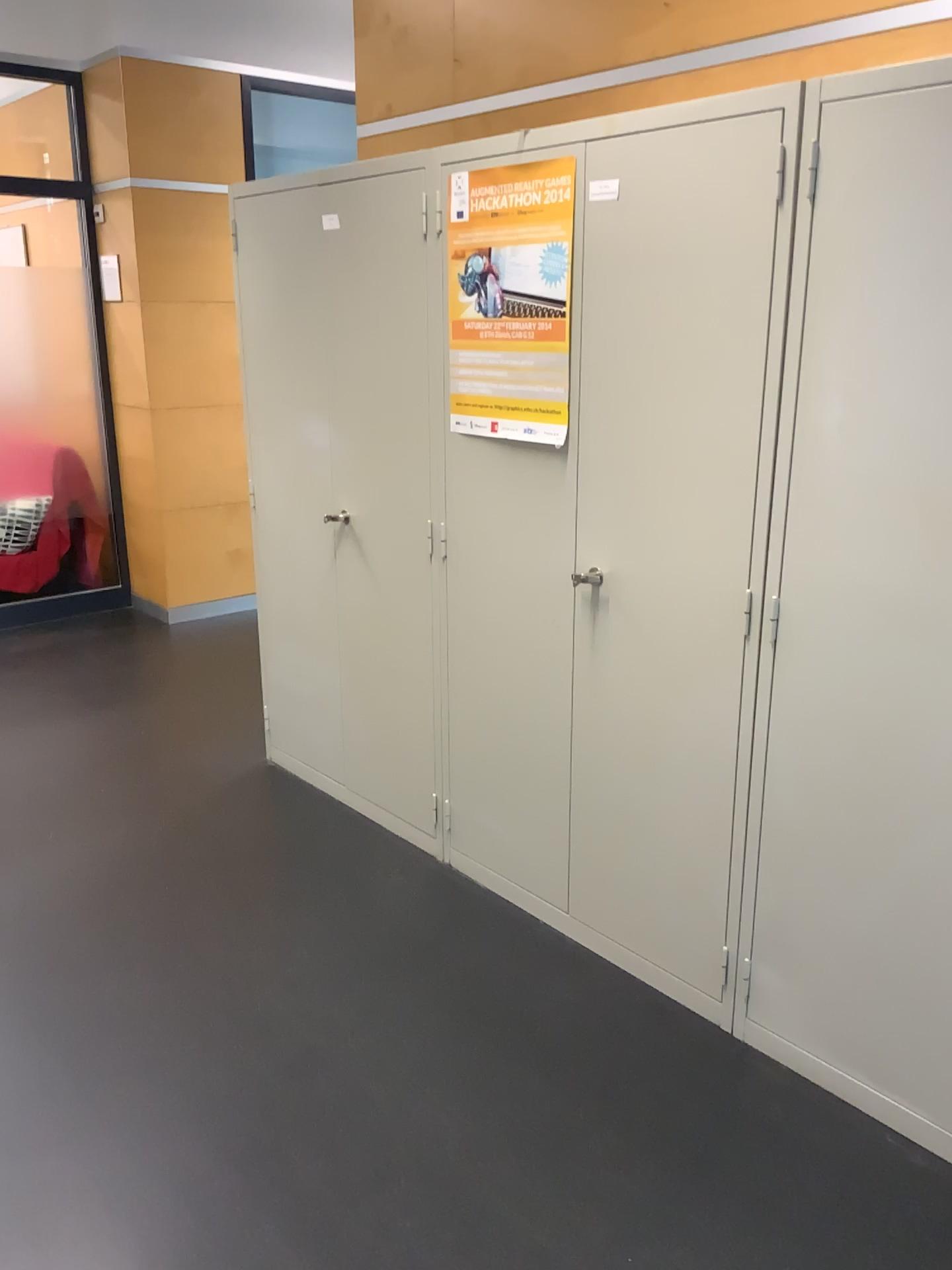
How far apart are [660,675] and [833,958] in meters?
0.7

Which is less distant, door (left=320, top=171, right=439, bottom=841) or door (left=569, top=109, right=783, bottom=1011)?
door (left=569, top=109, right=783, bottom=1011)

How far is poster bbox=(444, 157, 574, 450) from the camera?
2.3m

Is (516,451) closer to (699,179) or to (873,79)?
(699,179)

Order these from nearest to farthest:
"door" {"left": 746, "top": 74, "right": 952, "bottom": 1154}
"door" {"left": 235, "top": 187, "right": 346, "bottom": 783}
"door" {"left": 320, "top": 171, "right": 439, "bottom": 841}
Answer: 1. "door" {"left": 746, "top": 74, "right": 952, "bottom": 1154}
2. "door" {"left": 320, "top": 171, "right": 439, "bottom": 841}
3. "door" {"left": 235, "top": 187, "right": 346, "bottom": 783}

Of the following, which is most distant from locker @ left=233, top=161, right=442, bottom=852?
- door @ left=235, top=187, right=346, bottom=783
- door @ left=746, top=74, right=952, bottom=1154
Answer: door @ left=746, top=74, right=952, bottom=1154

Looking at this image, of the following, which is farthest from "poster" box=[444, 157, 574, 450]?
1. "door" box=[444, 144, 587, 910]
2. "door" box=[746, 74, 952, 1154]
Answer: "door" box=[746, 74, 952, 1154]

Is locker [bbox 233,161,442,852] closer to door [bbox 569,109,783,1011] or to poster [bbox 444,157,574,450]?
poster [bbox 444,157,574,450]

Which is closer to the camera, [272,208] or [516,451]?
[516,451]

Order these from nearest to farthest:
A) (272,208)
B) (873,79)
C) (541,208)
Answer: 1. (873,79)
2. (541,208)
3. (272,208)
